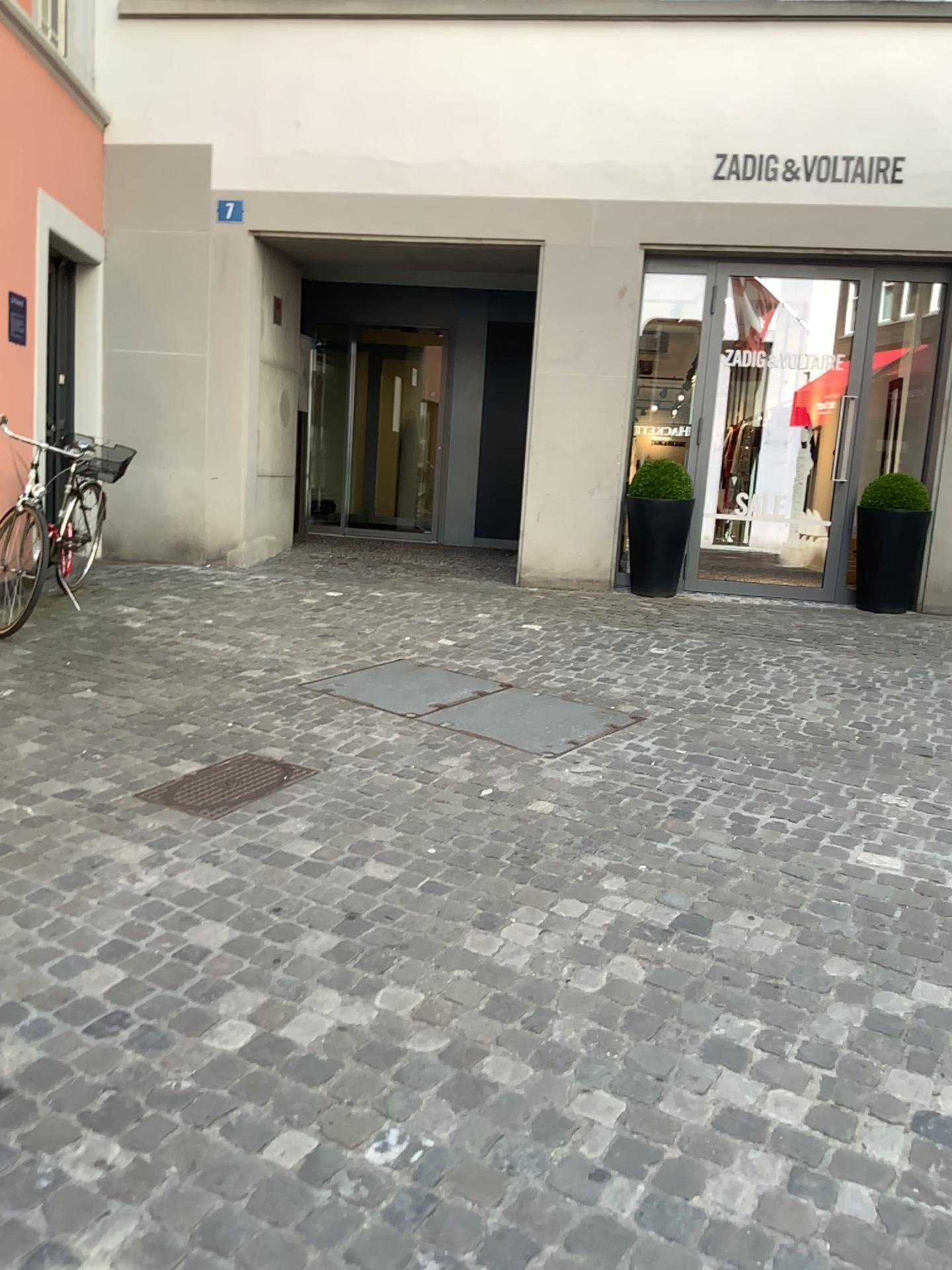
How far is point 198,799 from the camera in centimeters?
341cm

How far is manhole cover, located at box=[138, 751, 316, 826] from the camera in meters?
3.4

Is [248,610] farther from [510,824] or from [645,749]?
[510,824]
